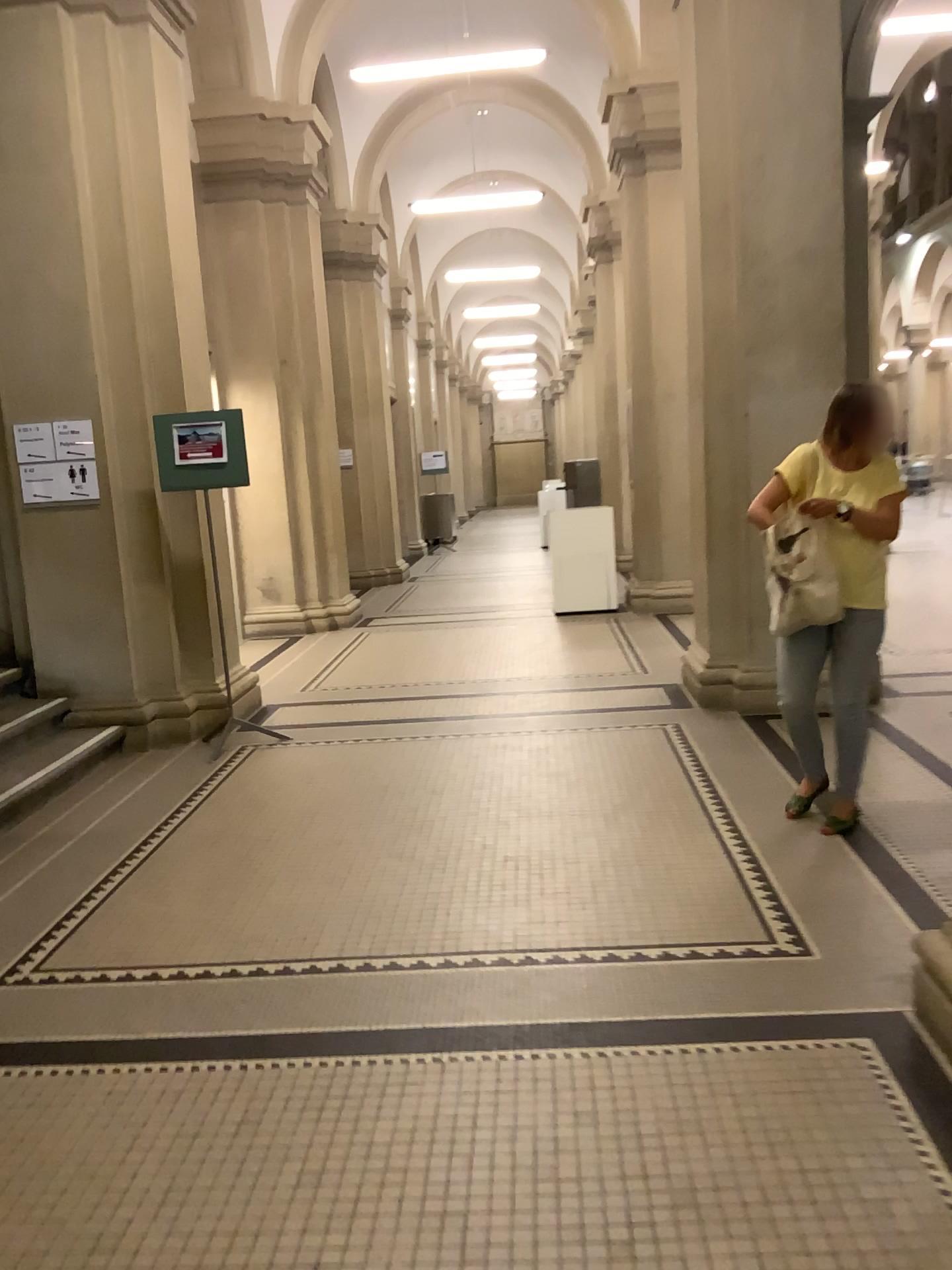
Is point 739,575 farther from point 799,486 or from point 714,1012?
point 714,1012

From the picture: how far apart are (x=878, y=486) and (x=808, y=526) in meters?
0.3 m

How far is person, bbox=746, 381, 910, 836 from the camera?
3.81m

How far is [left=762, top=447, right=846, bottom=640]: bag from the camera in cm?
379

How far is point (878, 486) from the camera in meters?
3.8 m

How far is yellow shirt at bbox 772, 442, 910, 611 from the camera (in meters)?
3.81

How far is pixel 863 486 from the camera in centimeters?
381cm
